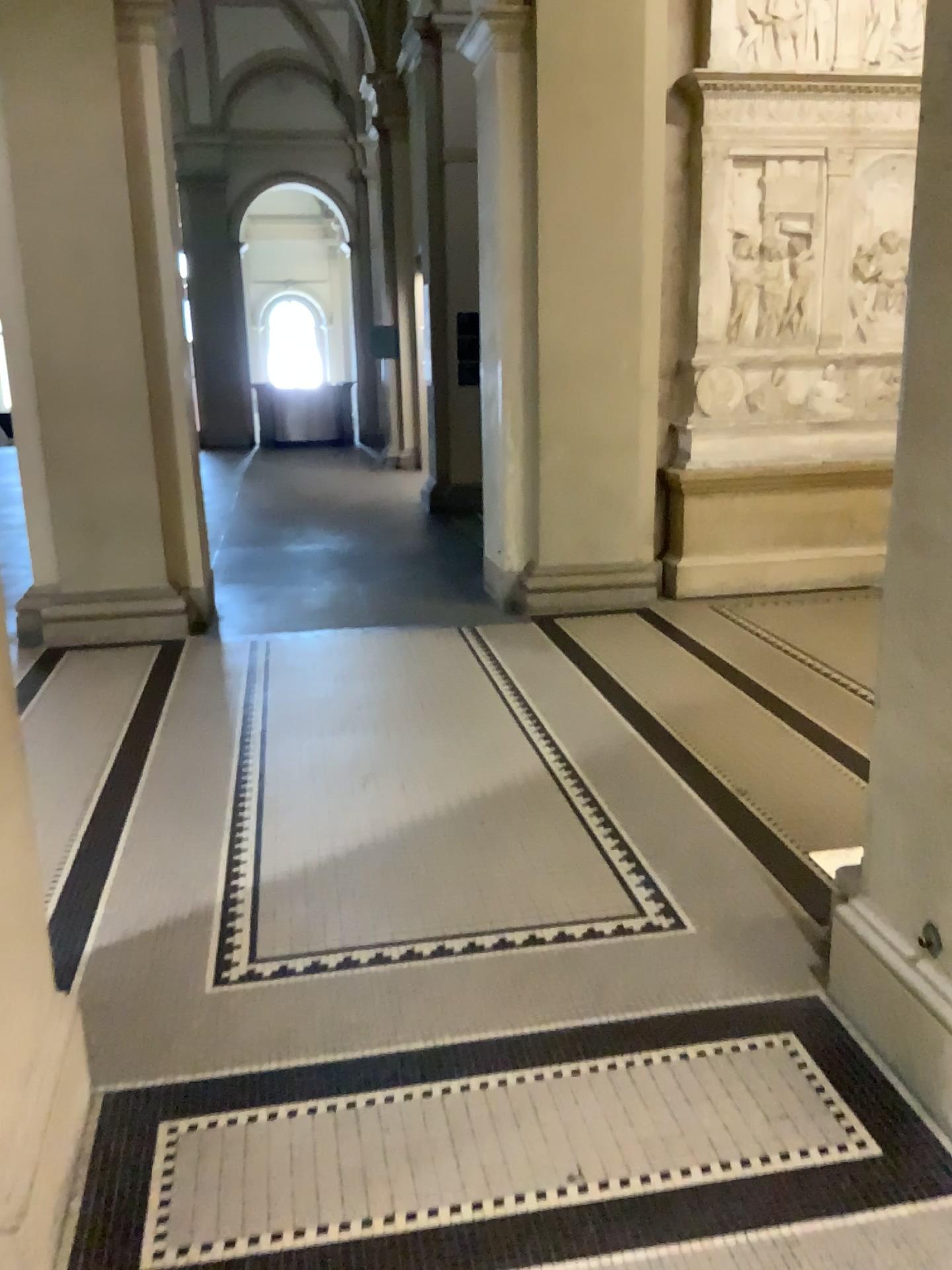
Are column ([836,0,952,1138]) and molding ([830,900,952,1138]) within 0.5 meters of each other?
yes

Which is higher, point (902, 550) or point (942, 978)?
point (902, 550)

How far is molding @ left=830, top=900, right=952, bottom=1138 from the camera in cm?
210

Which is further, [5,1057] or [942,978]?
[942,978]

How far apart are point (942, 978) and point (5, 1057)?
1.7 meters

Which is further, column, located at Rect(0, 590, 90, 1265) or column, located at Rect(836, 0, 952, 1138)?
column, located at Rect(836, 0, 952, 1138)

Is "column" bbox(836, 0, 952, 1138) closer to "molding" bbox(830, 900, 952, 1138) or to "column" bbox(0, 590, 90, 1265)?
"molding" bbox(830, 900, 952, 1138)

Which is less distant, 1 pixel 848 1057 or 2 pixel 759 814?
1 pixel 848 1057

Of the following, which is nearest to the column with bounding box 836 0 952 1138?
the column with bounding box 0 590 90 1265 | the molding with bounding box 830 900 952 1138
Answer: the molding with bounding box 830 900 952 1138

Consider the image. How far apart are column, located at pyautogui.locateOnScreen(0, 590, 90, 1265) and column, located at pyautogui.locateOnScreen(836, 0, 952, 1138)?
1.6 meters
